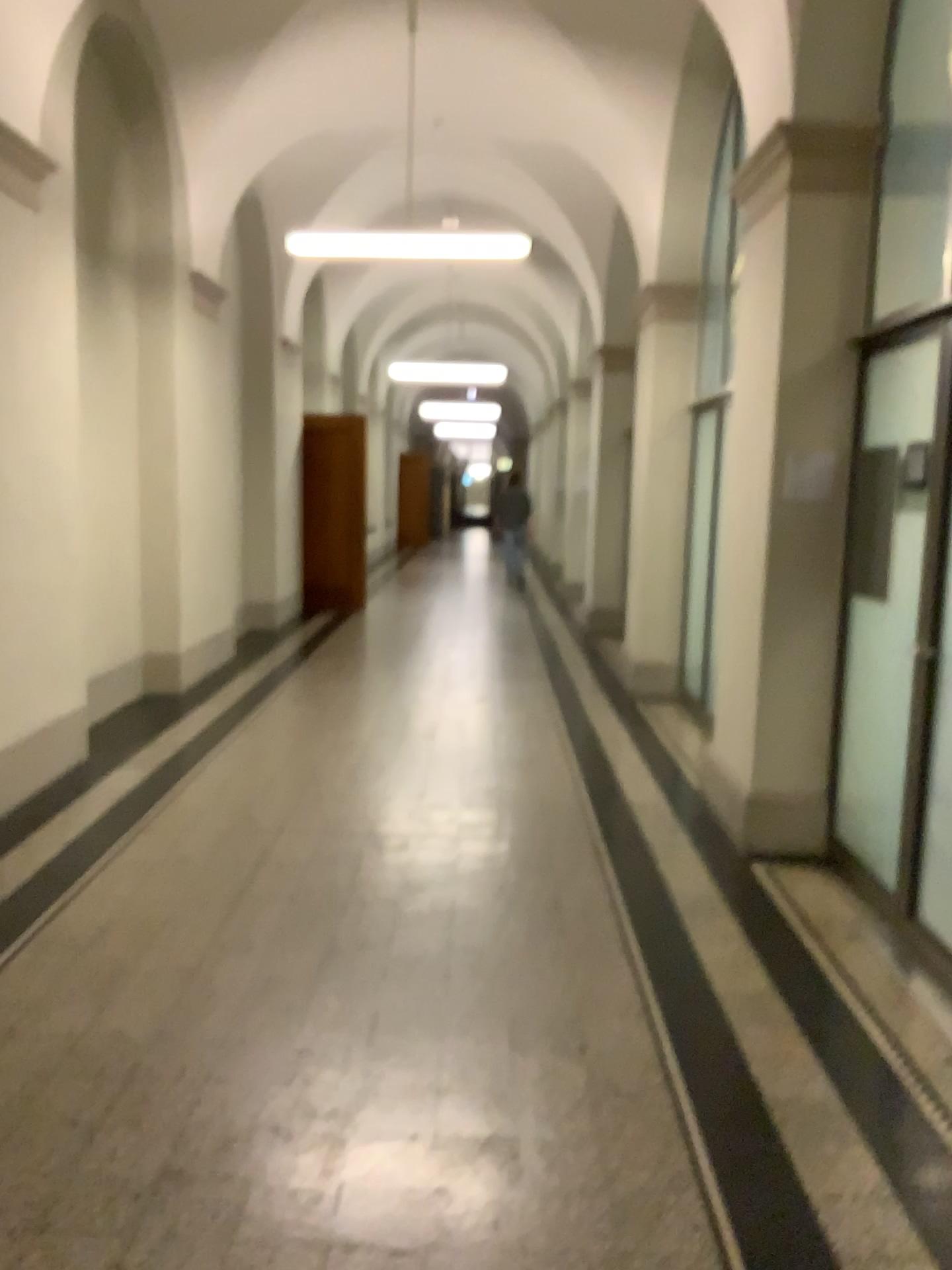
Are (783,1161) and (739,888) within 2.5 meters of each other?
yes
